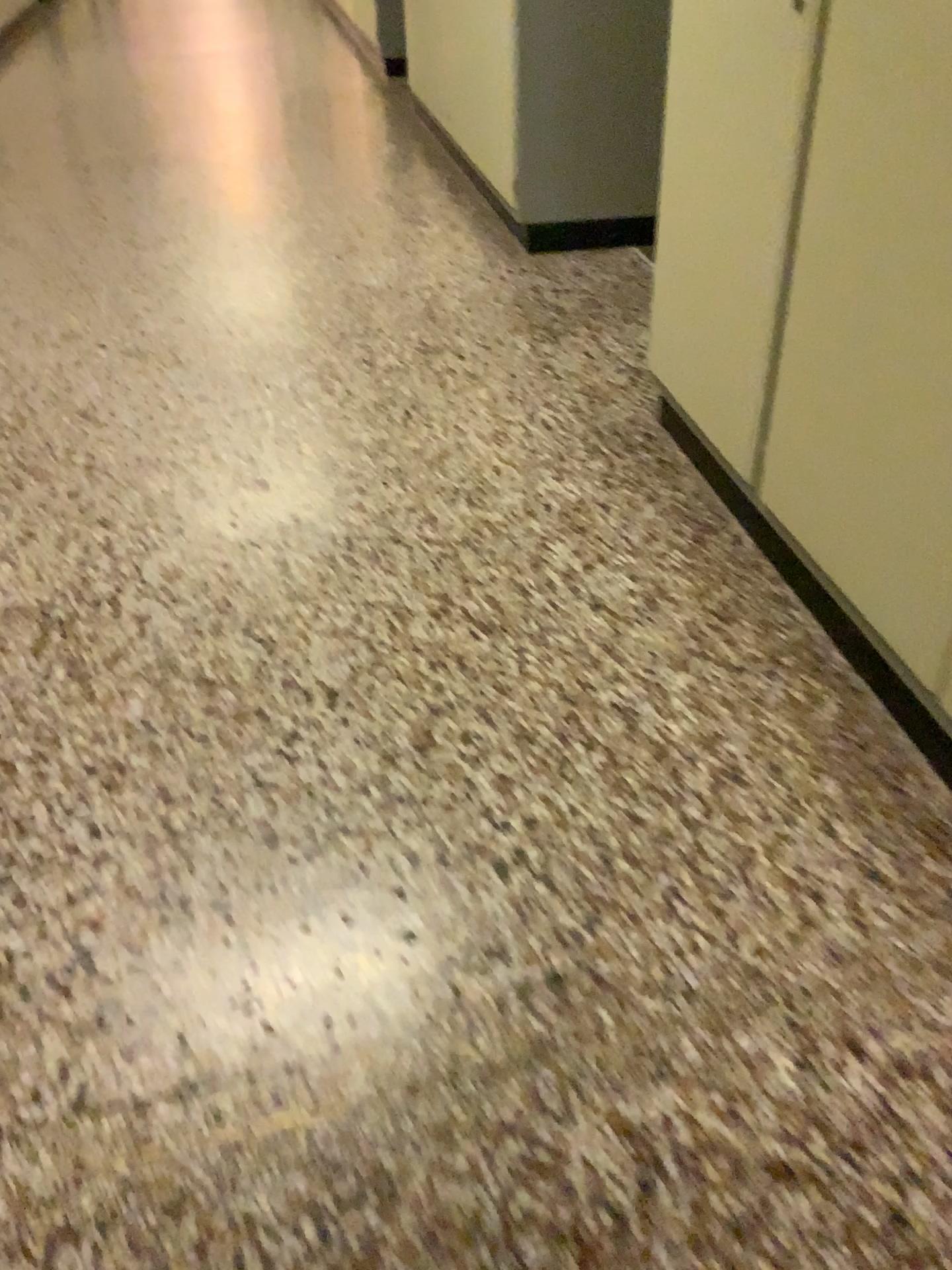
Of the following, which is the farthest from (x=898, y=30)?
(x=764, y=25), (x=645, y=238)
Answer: (x=645, y=238)

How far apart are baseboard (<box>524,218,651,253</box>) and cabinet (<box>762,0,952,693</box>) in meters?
2.0 m

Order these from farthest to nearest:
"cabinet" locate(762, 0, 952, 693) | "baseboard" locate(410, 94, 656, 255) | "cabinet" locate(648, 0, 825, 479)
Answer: "baseboard" locate(410, 94, 656, 255)
"cabinet" locate(648, 0, 825, 479)
"cabinet" locate(762, 0, 952, 693)

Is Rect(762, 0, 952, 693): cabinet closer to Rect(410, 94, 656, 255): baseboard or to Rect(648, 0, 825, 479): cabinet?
Rect(648, 0, 825, 479): cabinet

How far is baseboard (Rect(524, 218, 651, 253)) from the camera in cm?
362

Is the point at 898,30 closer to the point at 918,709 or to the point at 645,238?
the point at 918,709

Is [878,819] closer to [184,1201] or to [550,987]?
[550,987]

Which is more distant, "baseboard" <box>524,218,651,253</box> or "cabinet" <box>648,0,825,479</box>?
"baseboard" <box>524,218,651,253</box>

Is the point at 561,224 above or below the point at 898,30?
below

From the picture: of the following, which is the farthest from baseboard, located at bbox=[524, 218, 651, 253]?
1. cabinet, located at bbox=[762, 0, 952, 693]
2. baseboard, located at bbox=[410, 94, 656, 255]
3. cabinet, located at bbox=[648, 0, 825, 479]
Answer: cabinet, located at bbox=[762, 0, 952, 693]
